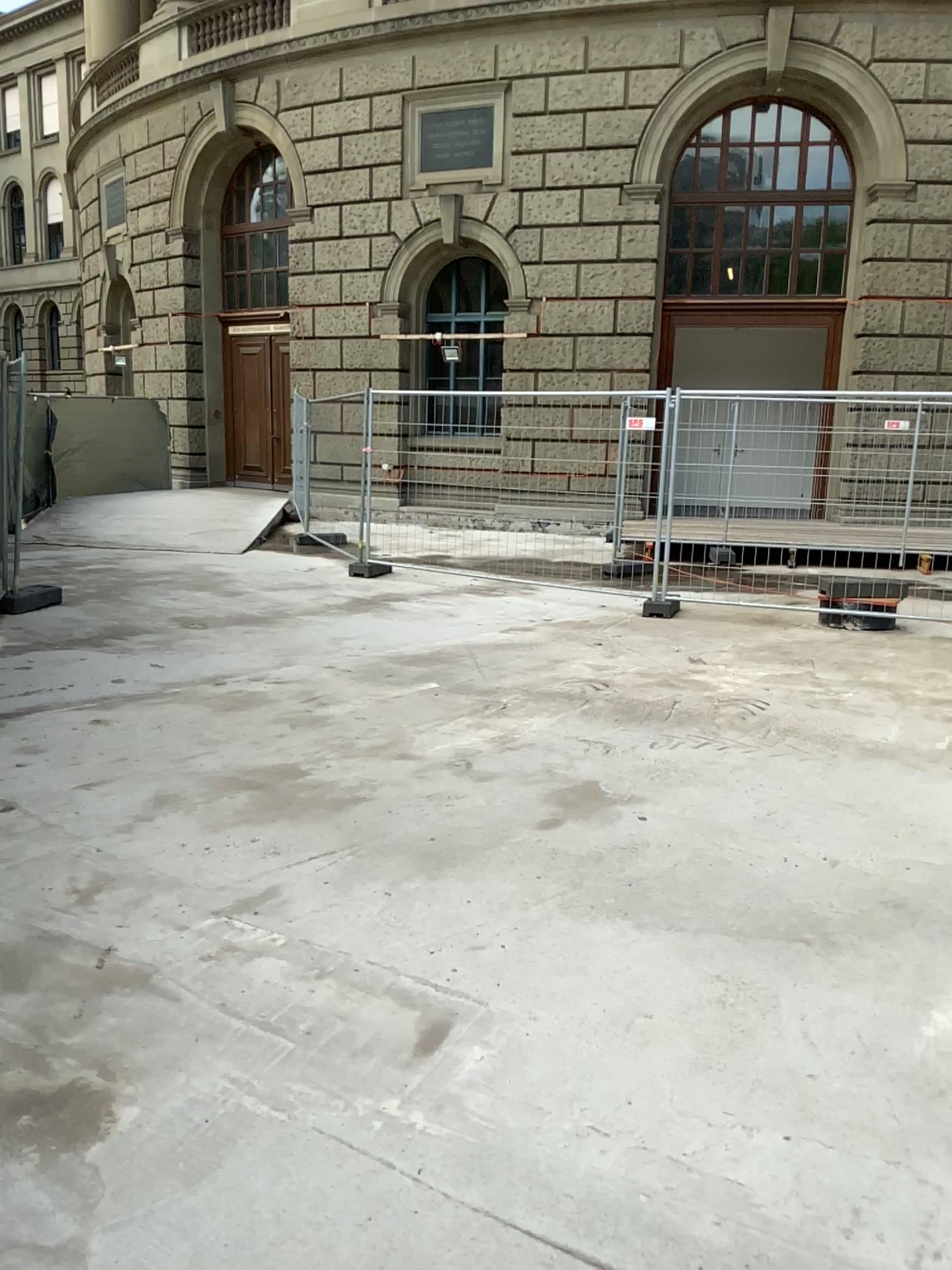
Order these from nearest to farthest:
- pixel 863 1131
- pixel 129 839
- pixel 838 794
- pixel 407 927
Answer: pixel 863 1131, pixel 407 927, pixel 129 839, pixel 838 794
